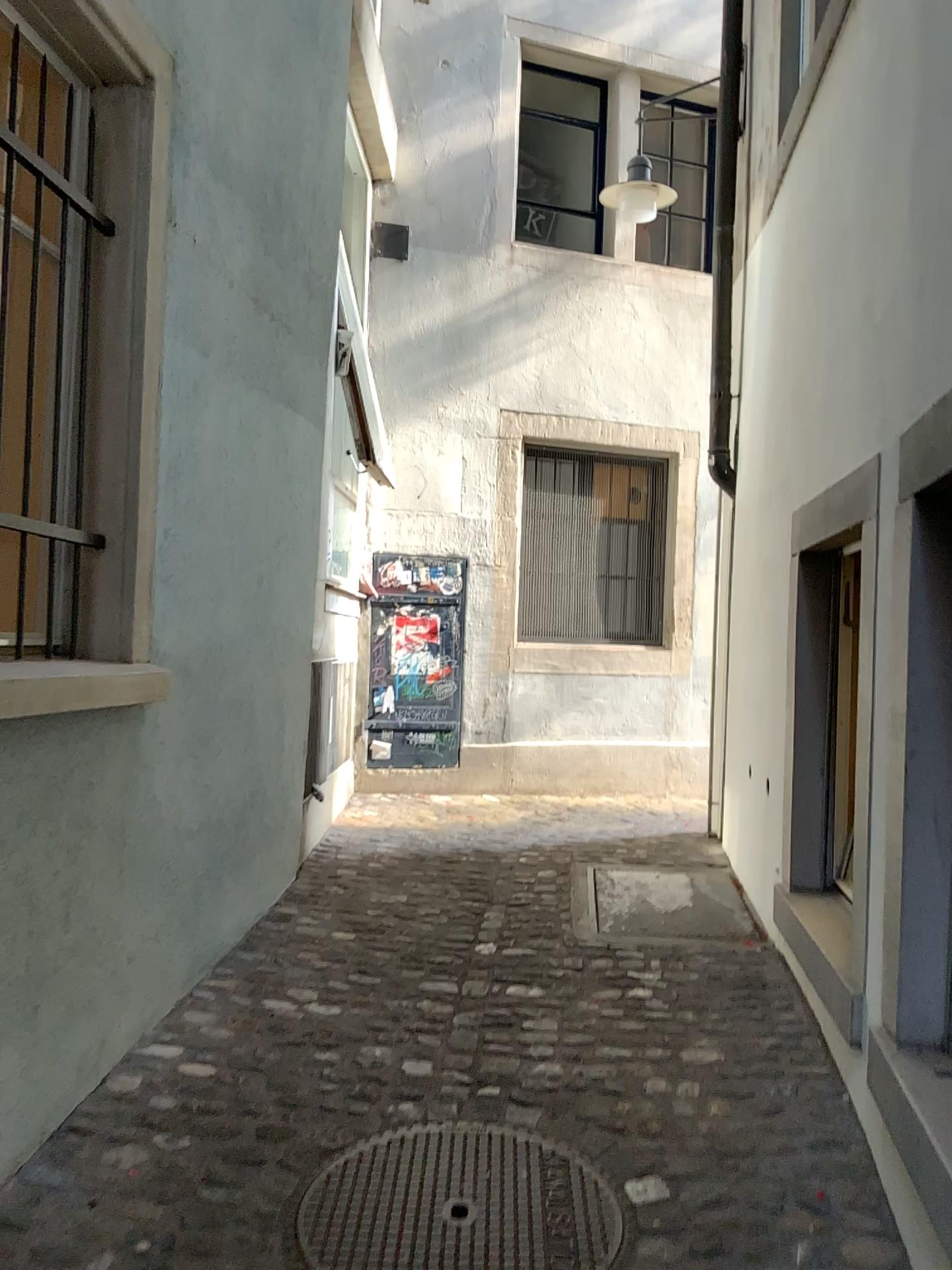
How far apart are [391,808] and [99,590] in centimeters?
336cm

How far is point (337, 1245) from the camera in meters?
2.1

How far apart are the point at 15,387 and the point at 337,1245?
2.0m

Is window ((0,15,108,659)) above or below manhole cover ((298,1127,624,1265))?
above

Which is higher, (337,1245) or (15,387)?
(15,387)

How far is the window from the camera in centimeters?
245cm

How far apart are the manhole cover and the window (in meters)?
1.36

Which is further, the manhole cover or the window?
the window

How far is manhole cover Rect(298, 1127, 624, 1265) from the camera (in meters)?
2.13
